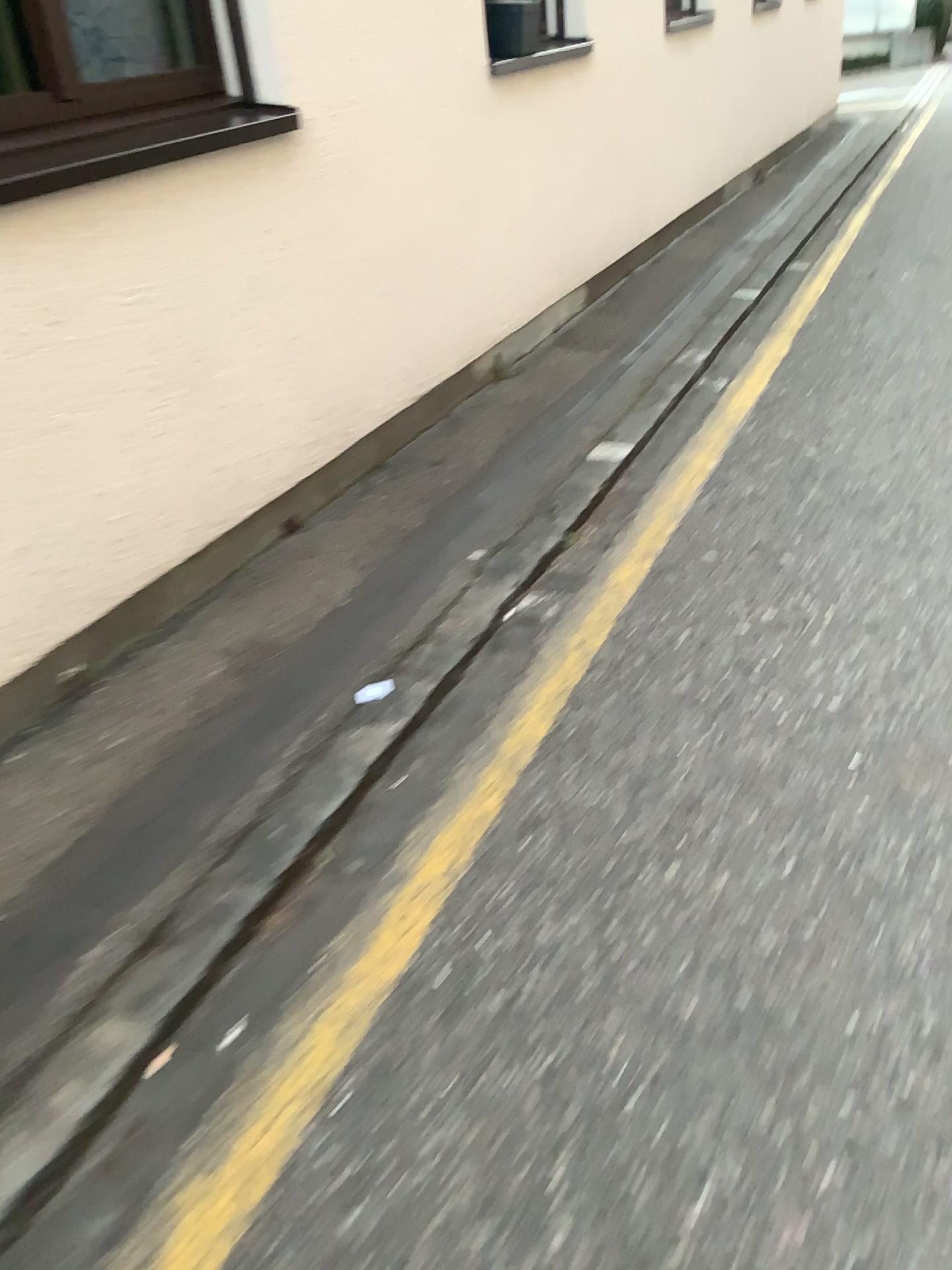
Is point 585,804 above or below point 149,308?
below
